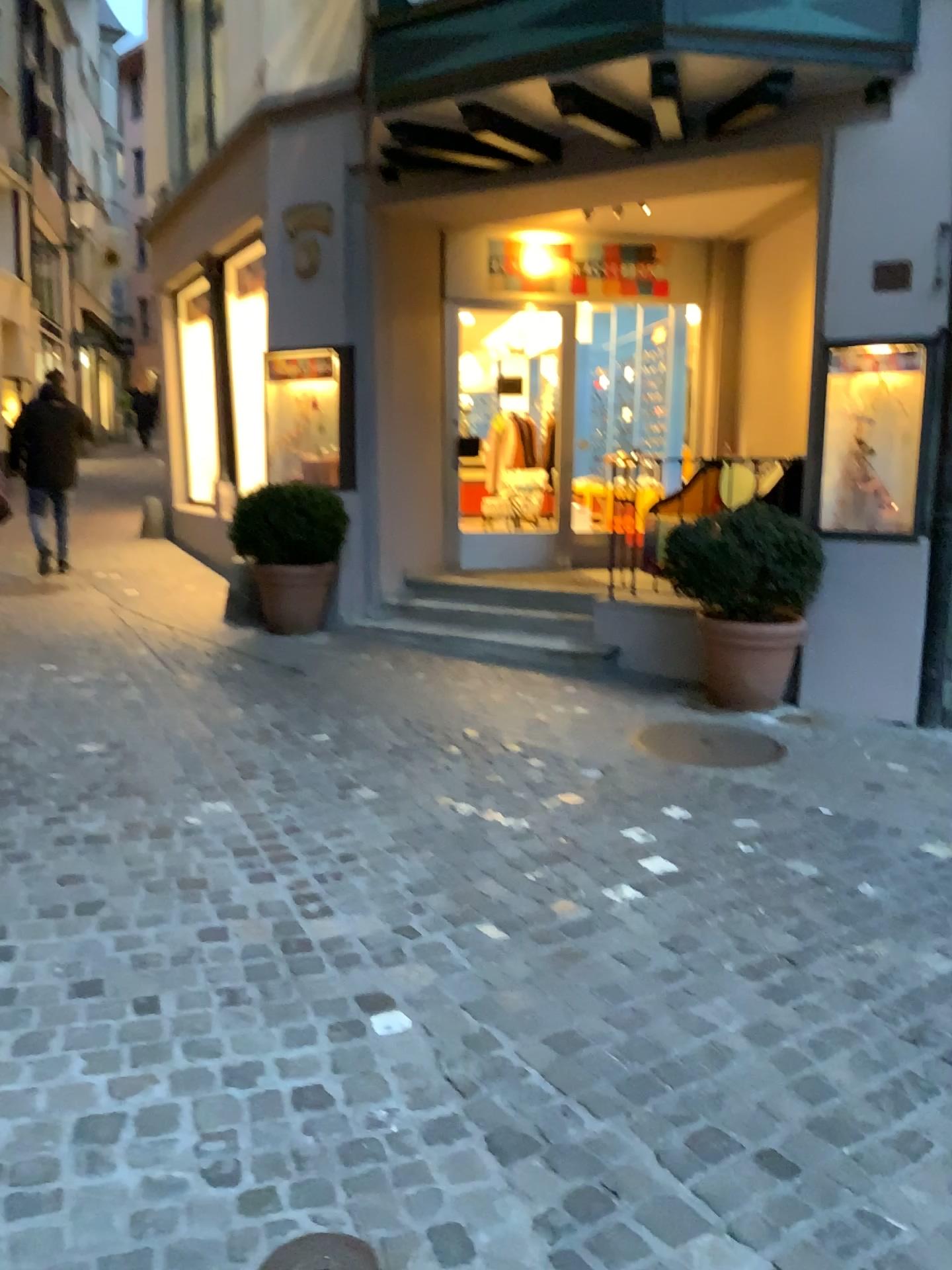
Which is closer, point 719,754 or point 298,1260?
point 298,1260

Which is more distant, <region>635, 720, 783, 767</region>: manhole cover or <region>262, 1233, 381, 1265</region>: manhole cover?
<region>635, 720, 783, 767</region>: manhole cover

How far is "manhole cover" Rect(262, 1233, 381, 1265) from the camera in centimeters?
172cm

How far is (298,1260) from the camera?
1.7m

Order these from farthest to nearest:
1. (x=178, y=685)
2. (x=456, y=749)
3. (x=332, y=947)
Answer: (x=178, y=685) < (x=456, y=749) < (x=332, y=947)
